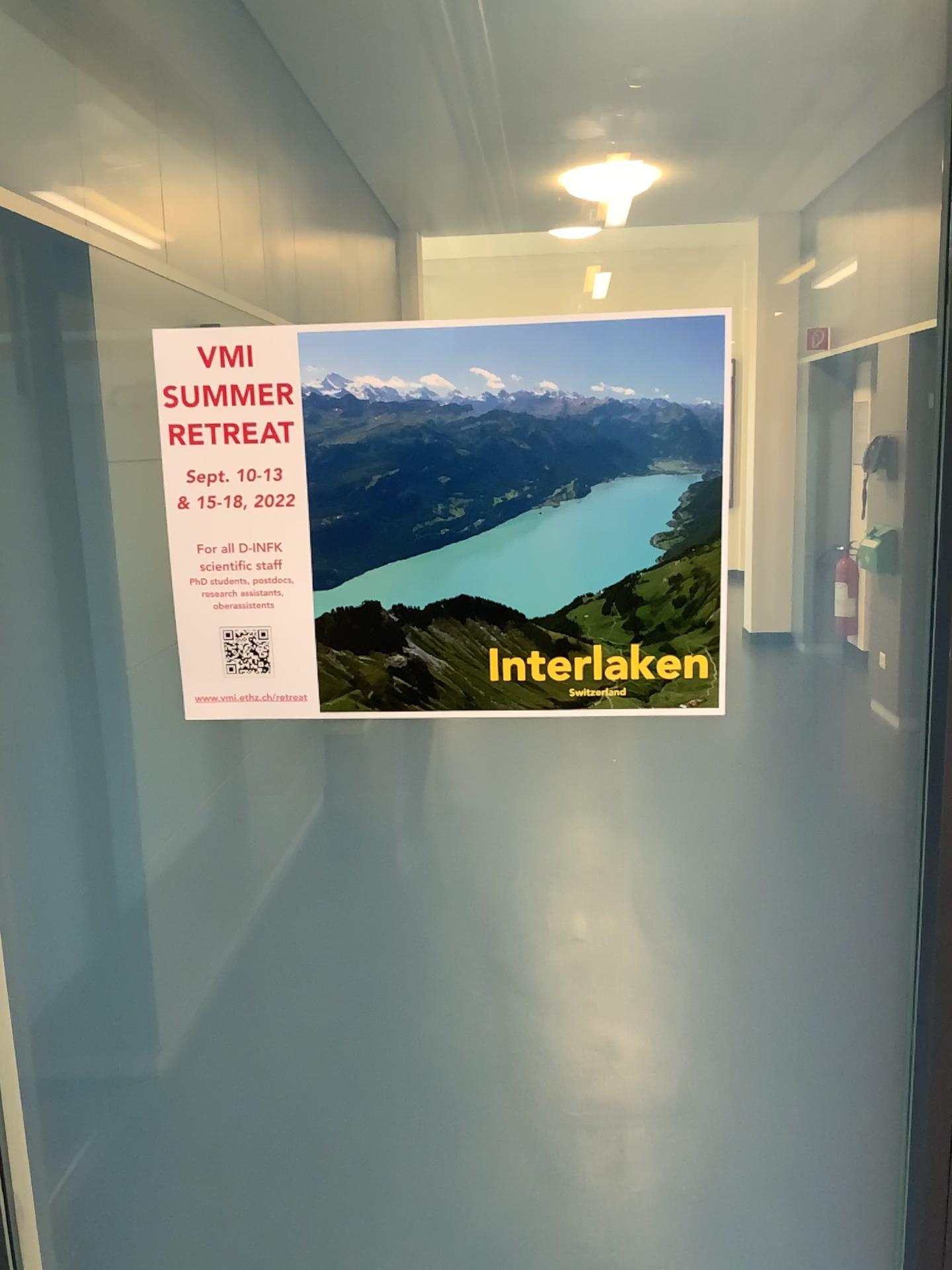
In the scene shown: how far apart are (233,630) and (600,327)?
0.36m

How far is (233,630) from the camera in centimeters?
82cm

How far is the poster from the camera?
0.77m

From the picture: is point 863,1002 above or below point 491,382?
below

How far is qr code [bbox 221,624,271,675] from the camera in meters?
0.8

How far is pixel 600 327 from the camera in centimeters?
77cm
